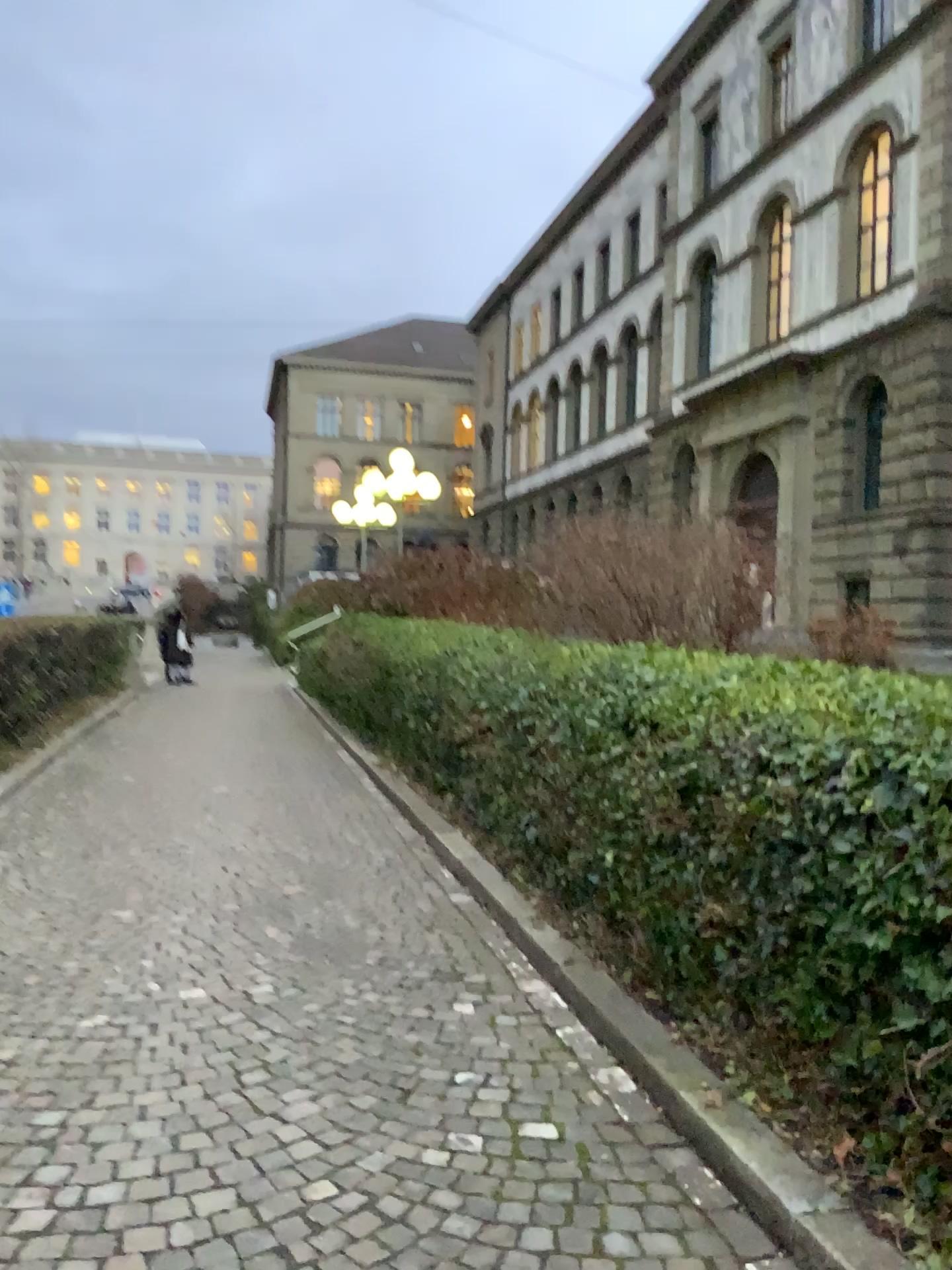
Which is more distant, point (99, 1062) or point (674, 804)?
point (674, 804)
